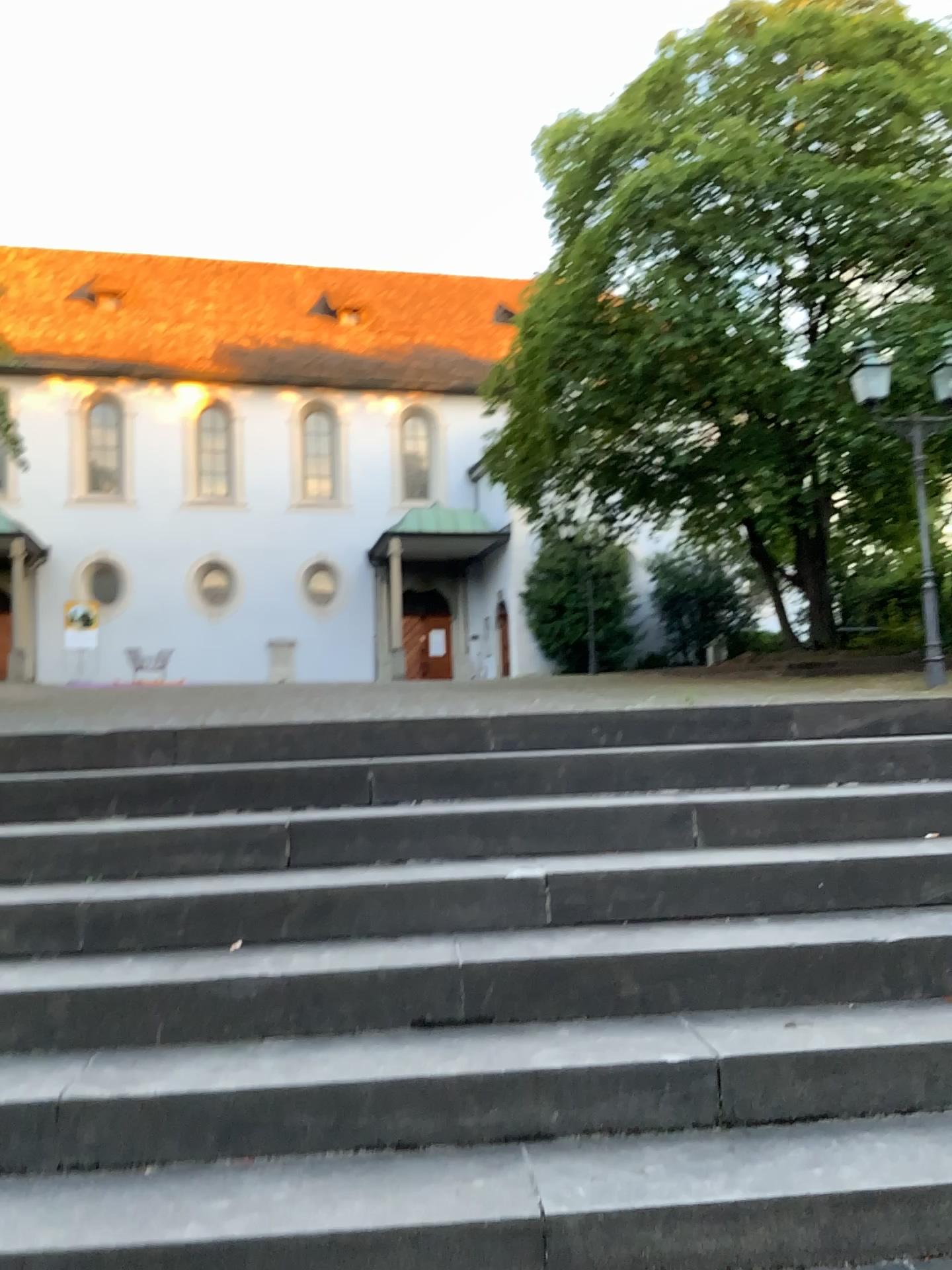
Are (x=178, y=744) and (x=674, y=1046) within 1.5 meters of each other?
no
